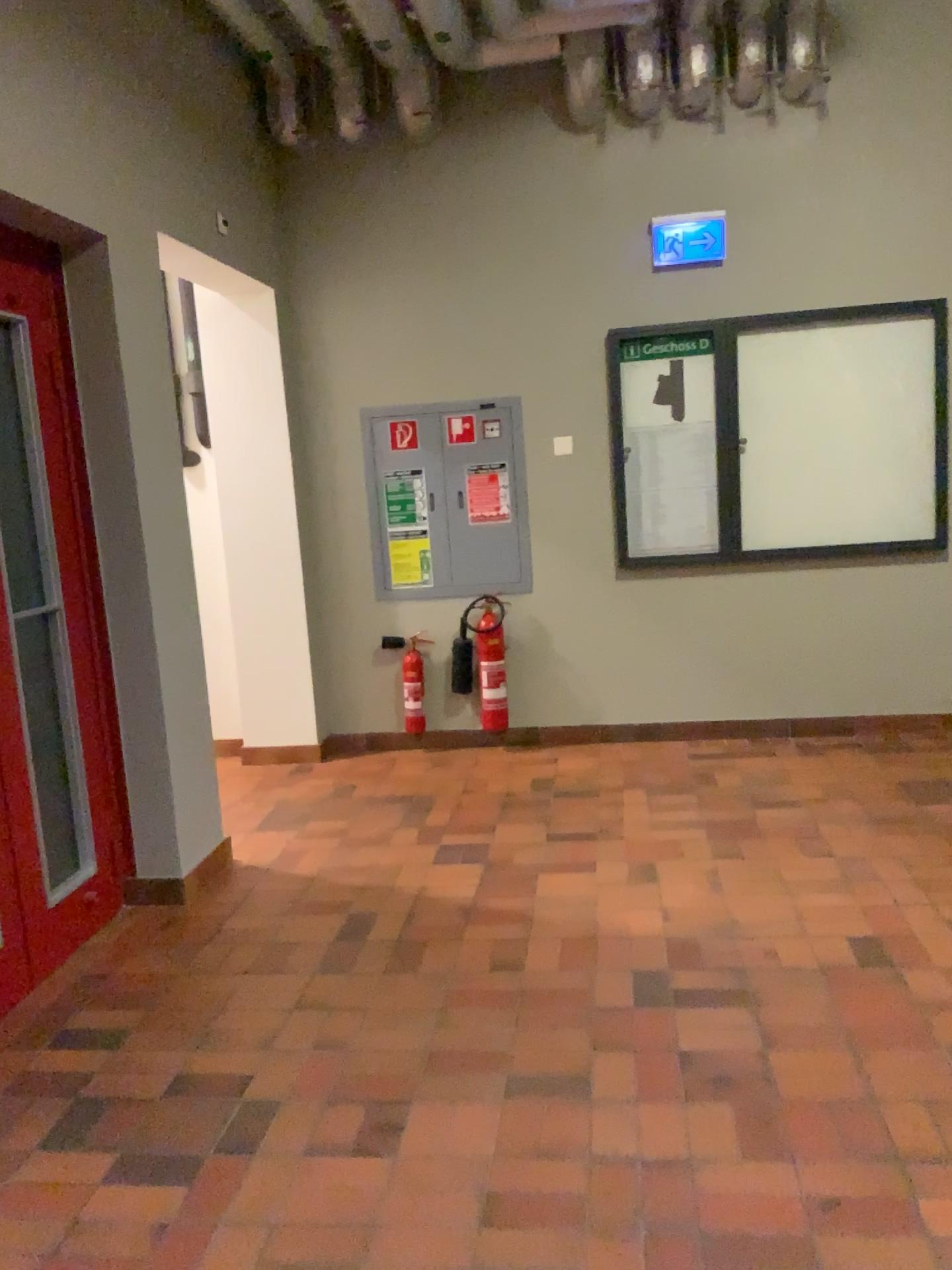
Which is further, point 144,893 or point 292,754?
point 292,754

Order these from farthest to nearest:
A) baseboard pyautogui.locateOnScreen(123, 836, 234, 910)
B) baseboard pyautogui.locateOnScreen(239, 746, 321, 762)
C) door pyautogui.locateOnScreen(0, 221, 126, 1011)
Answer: baseboard pyautogui.locateOnScreen(239, 746, 321, 762), baseboard pyautogui.locateOnScreen(123, 836, 234, 910), door pyautogui.locateOnScreen(0, 221, 126, 1011)

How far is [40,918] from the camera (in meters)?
3.07

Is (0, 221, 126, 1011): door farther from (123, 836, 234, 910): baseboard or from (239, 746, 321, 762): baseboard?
(239, 746, 321, 762): baseboard

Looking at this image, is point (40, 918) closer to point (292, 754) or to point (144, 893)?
point (144, 893)

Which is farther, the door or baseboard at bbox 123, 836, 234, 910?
baseboard at bbox 123, 836, 234, 910

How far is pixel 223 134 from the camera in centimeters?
441cm

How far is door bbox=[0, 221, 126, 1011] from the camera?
3.1 meters

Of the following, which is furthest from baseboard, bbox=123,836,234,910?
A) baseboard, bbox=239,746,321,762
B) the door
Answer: baseboard, bbox=239,746,321,762
